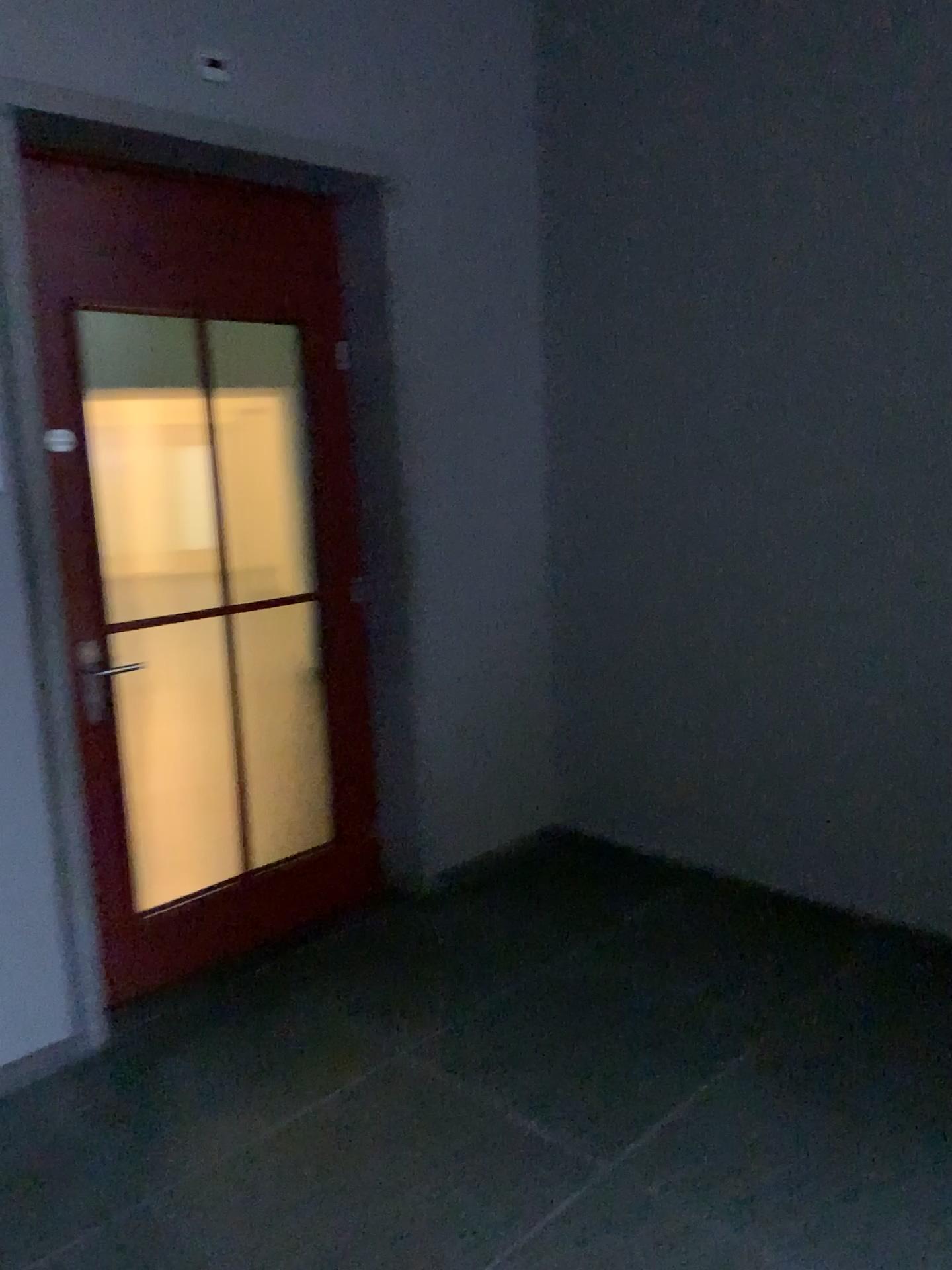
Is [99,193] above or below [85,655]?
above

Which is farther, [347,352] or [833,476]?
[347,352]
